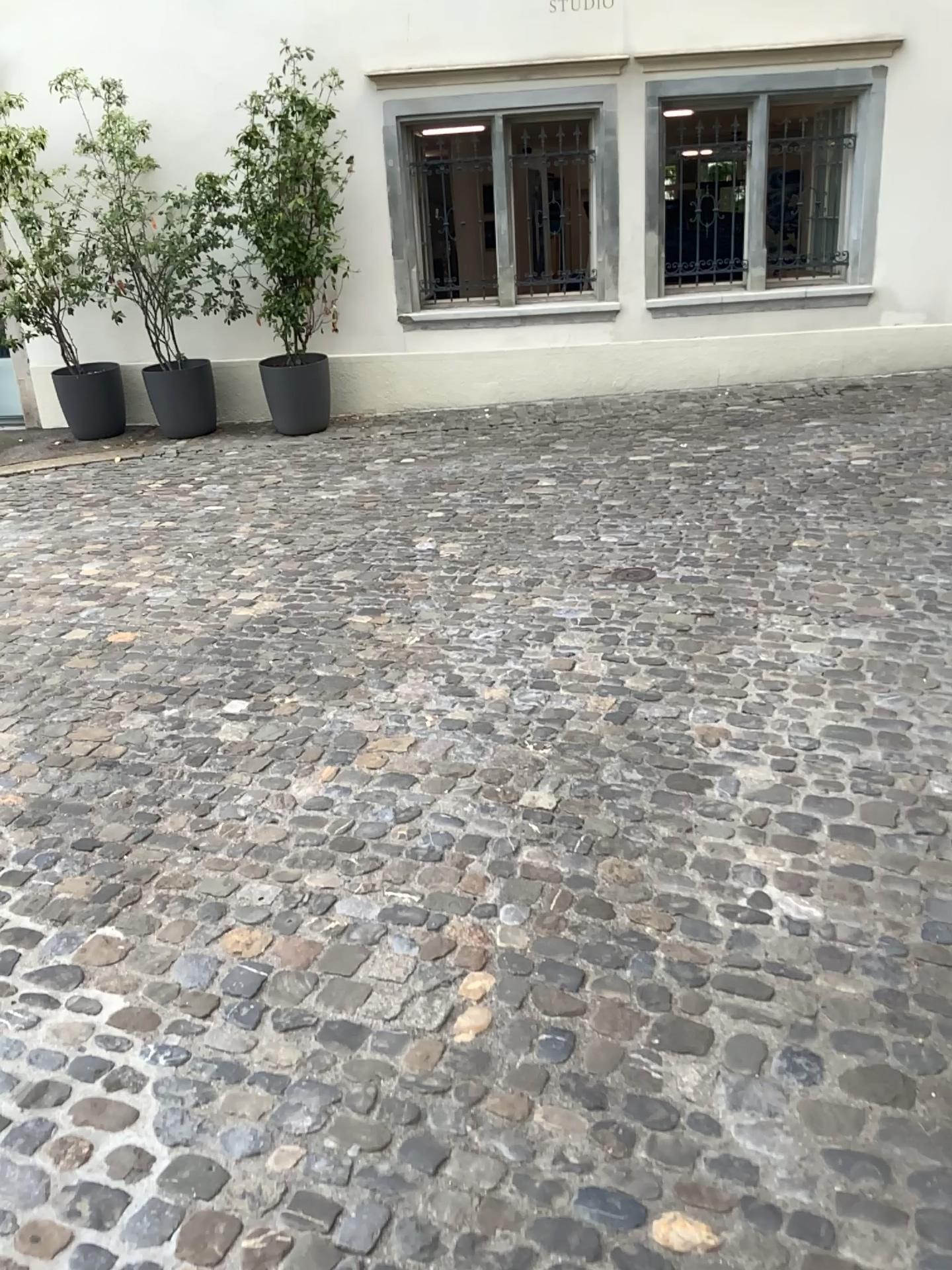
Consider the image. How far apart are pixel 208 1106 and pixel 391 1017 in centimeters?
39cm
